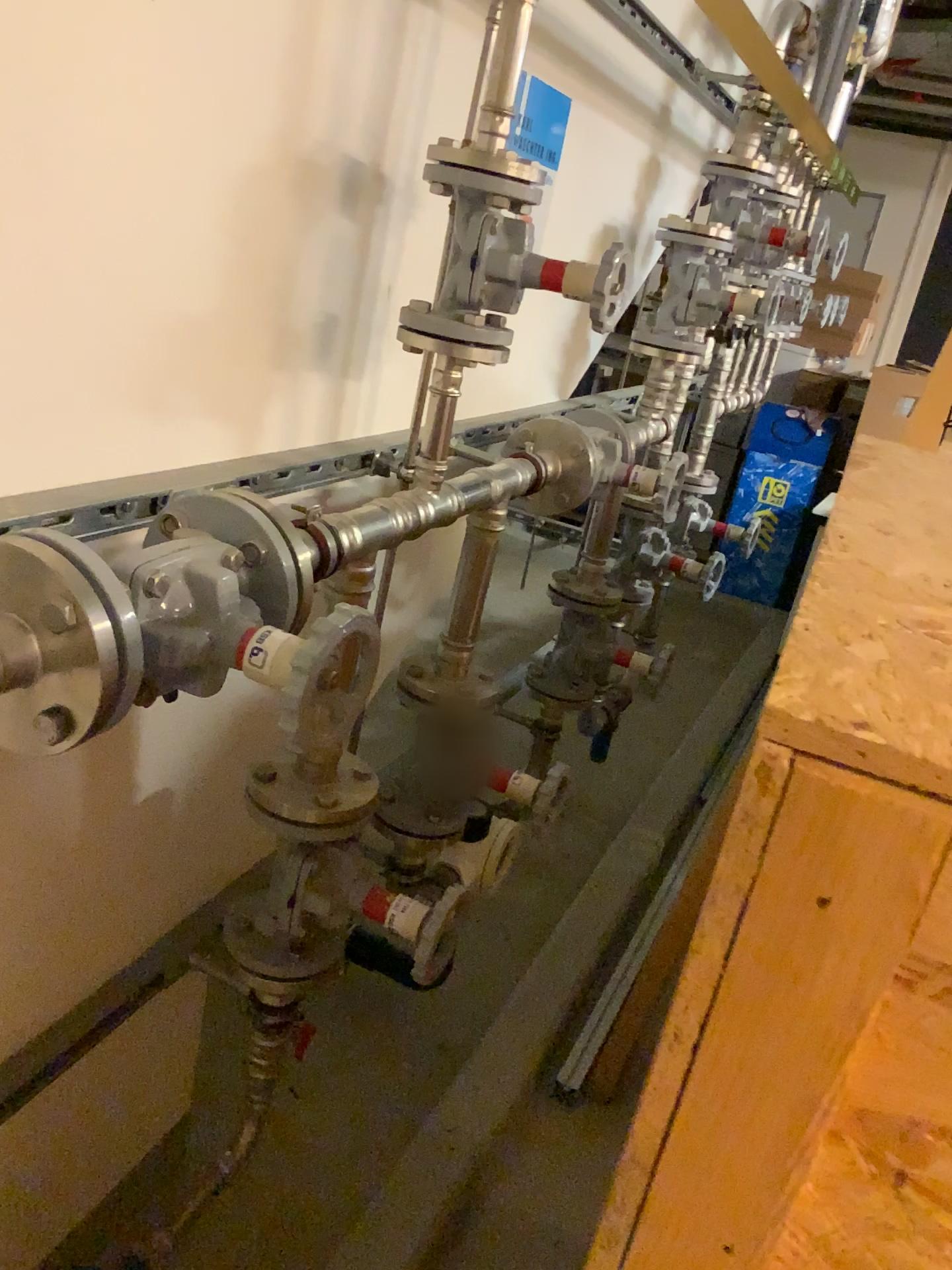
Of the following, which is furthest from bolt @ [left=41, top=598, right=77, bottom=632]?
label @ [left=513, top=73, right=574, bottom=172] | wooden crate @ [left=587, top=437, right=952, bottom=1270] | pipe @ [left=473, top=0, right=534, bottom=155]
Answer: label @ [left=513, top=73, right=574, bottom=172]

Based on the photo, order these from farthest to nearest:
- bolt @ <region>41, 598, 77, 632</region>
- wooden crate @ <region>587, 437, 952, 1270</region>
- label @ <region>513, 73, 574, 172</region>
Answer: label @ <region>513, 73, 574, 172</region>
bolt @ <region>41, 598, 77, 632</region>
wooden crate @ <region>587, 437, 952, 1270</region>

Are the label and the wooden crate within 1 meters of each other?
no

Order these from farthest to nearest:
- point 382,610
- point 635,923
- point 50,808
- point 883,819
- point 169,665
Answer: point 635,923, point 382,610, point 50,808, point 169,665, point 883,819

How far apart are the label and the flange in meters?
1.2

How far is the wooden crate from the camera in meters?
0.4

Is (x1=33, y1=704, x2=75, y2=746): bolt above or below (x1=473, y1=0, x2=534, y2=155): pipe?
below

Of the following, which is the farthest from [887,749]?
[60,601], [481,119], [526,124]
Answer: [526,124]

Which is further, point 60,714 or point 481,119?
point 481,119

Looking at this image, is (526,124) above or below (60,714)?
above
